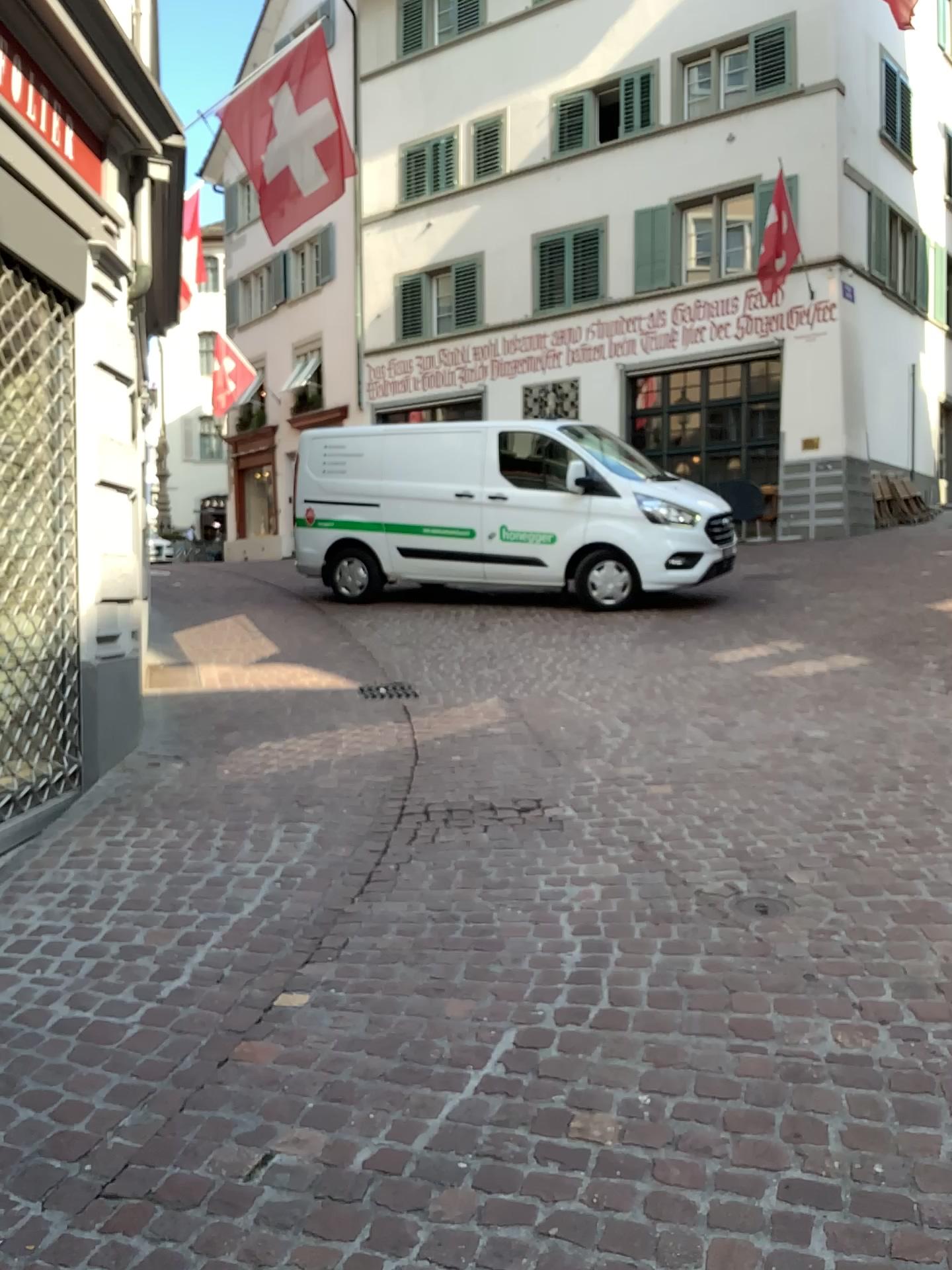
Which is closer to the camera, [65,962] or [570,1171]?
[570,1171]
